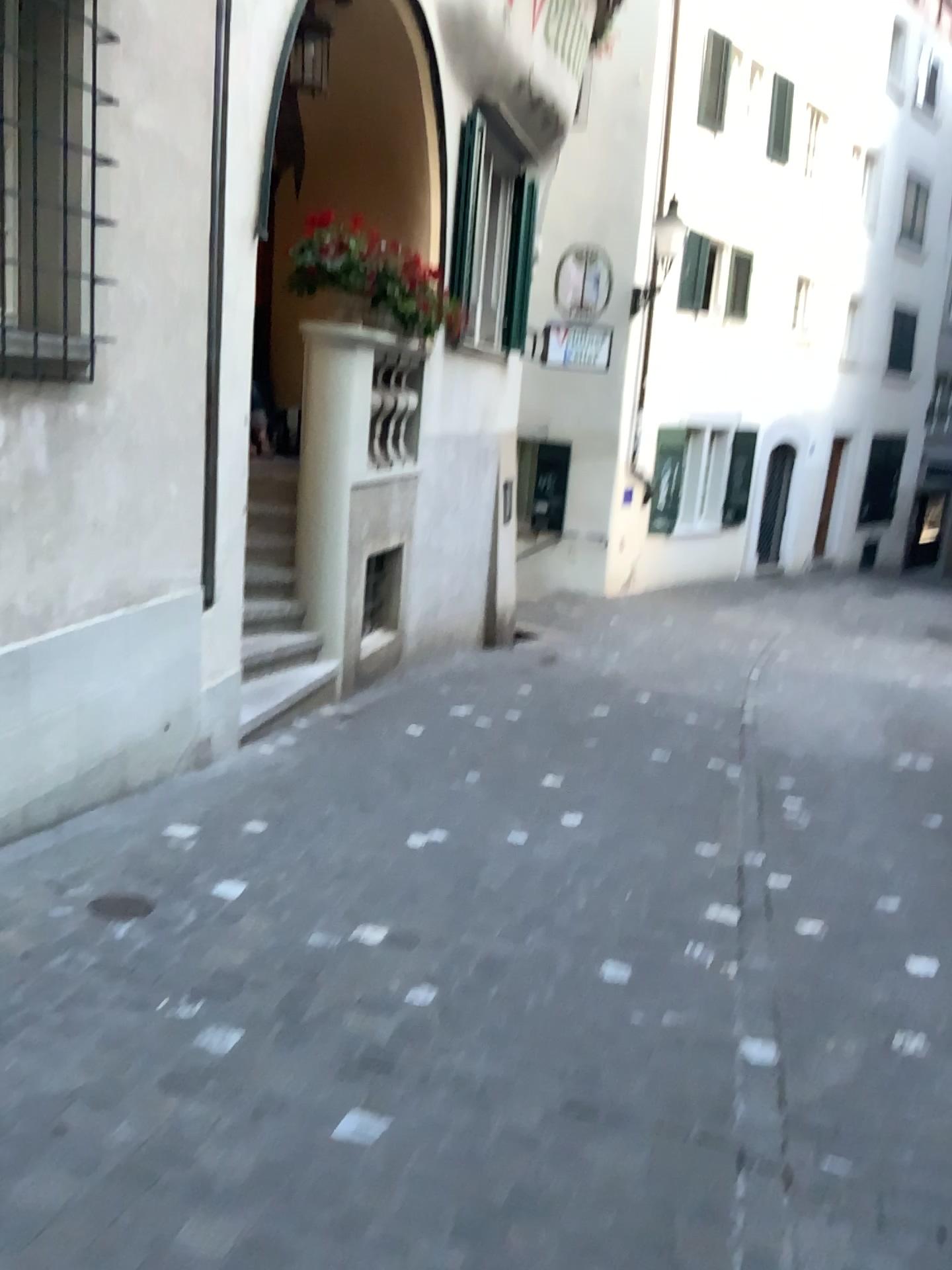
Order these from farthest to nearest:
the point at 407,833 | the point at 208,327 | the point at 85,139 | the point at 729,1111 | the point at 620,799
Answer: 1. the point at 620,799
2. the point at 208,327
3. the point at 407,833
4. the point at 85,139
5. the point at 729,1111
